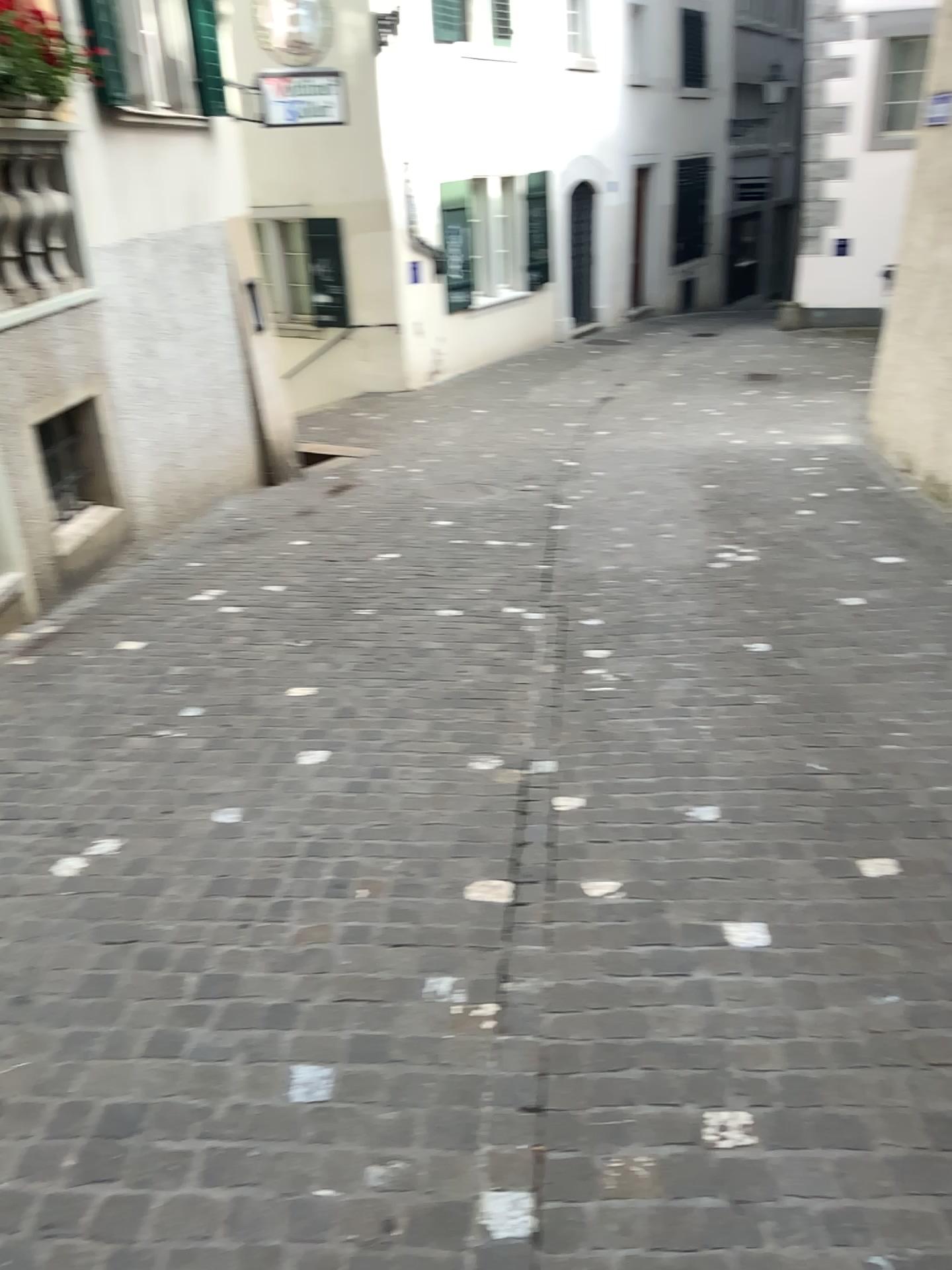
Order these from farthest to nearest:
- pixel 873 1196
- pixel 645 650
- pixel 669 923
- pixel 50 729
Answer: pixel 645 650 → pixel 50 729 → pixel 669 923 → pixel 873 1196
